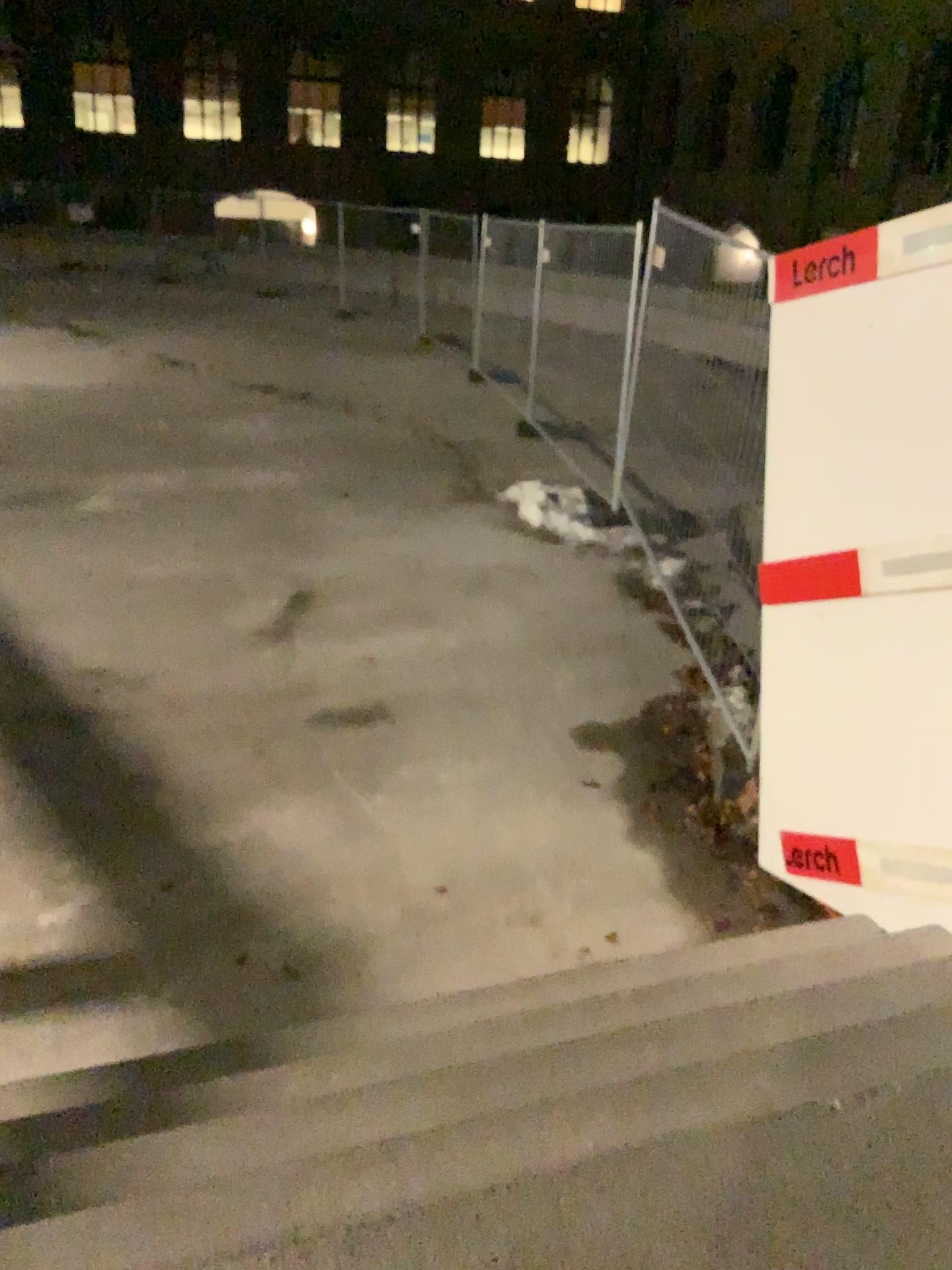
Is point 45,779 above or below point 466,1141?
below
